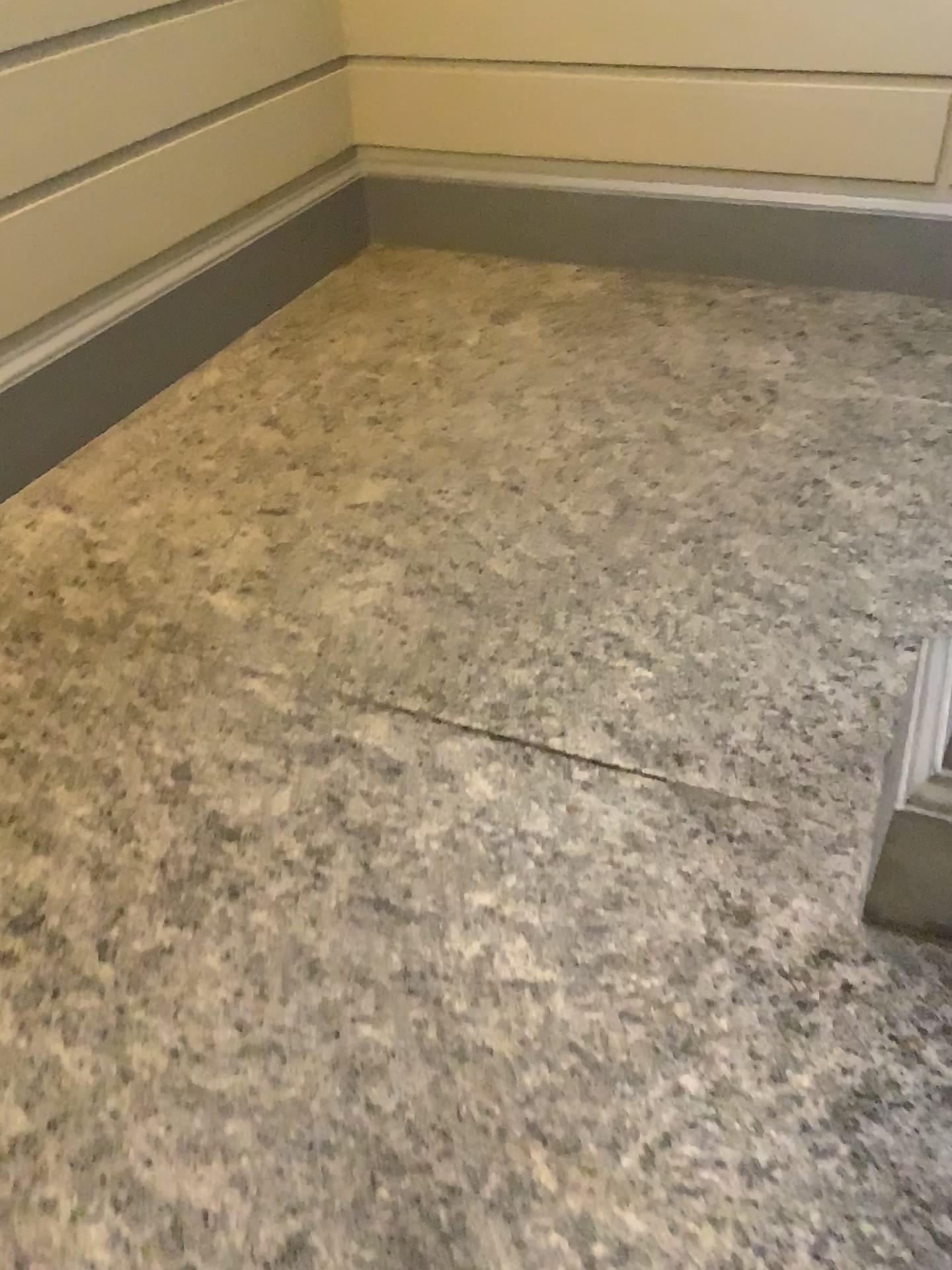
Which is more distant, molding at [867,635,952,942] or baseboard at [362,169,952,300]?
baseboard at [362,169,952,300]

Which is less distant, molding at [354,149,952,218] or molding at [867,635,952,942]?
molding at [867,635,952,942]

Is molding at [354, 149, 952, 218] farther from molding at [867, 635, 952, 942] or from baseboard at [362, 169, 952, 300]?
molding at [867, 635, 952, 942]

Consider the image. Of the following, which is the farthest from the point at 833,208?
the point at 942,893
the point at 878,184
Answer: the point at 942,893

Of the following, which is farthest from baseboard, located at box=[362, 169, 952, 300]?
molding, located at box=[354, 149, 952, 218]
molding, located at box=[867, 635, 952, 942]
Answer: molding, located at box=[867, 635, 952, 942]

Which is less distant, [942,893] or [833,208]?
[942,893]

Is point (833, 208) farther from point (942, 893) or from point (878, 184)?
point (942, 893)

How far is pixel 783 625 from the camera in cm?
Answer: 218
